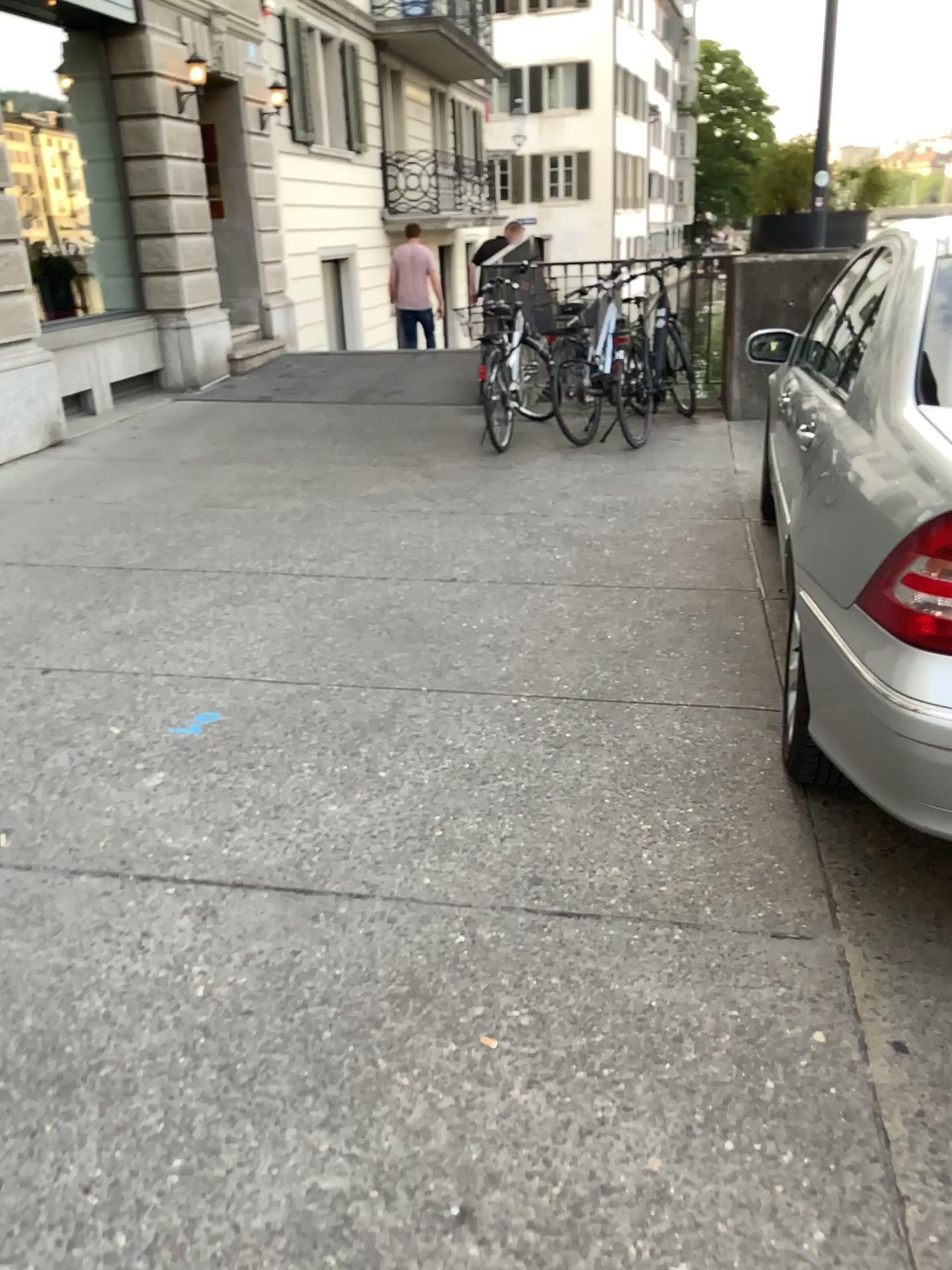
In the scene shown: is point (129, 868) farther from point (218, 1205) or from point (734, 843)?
point (734, 843)
